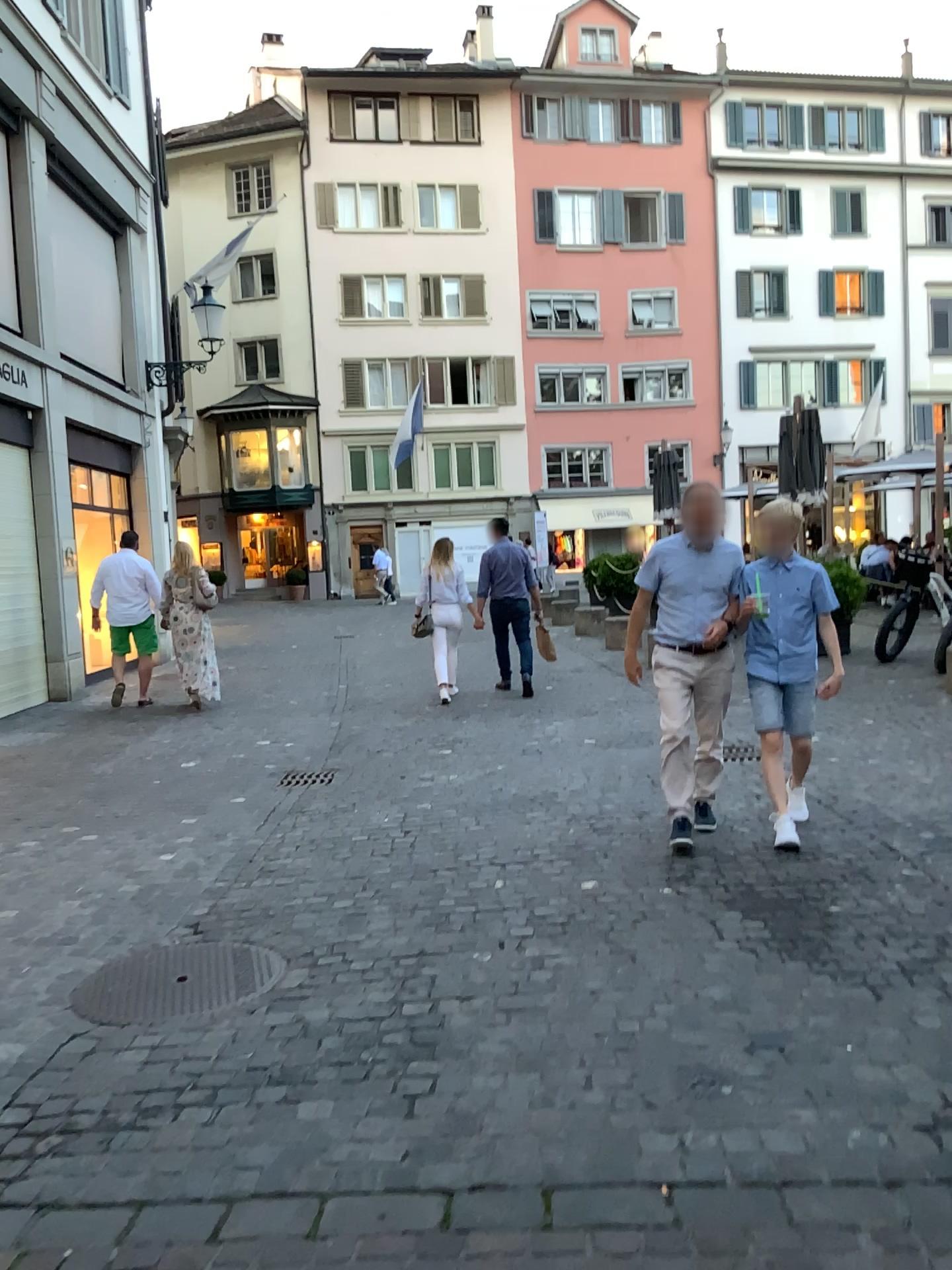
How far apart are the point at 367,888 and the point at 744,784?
2.4 meters
